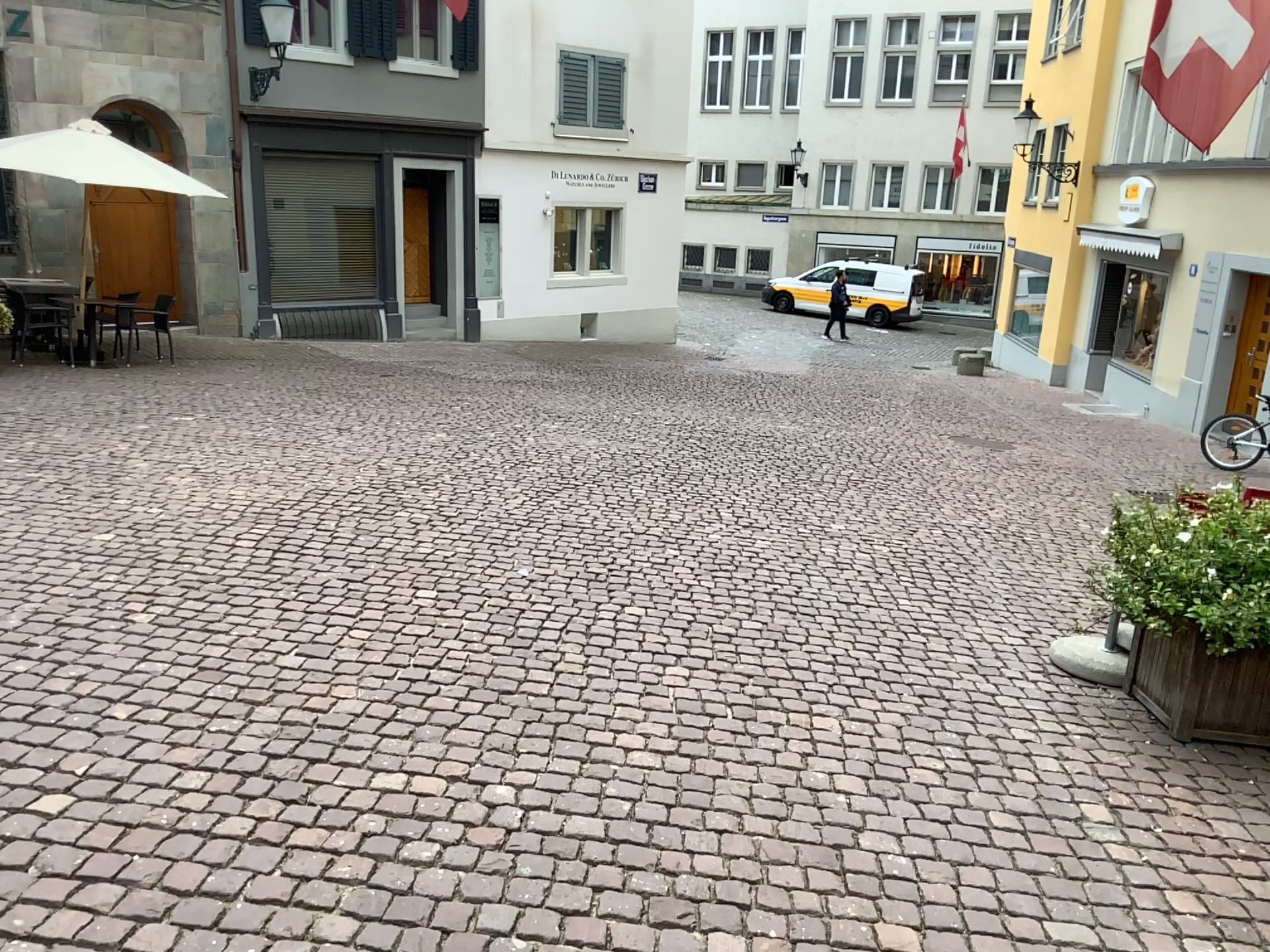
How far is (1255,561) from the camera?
3.63m

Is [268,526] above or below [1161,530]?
below

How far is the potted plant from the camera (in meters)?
3.63
